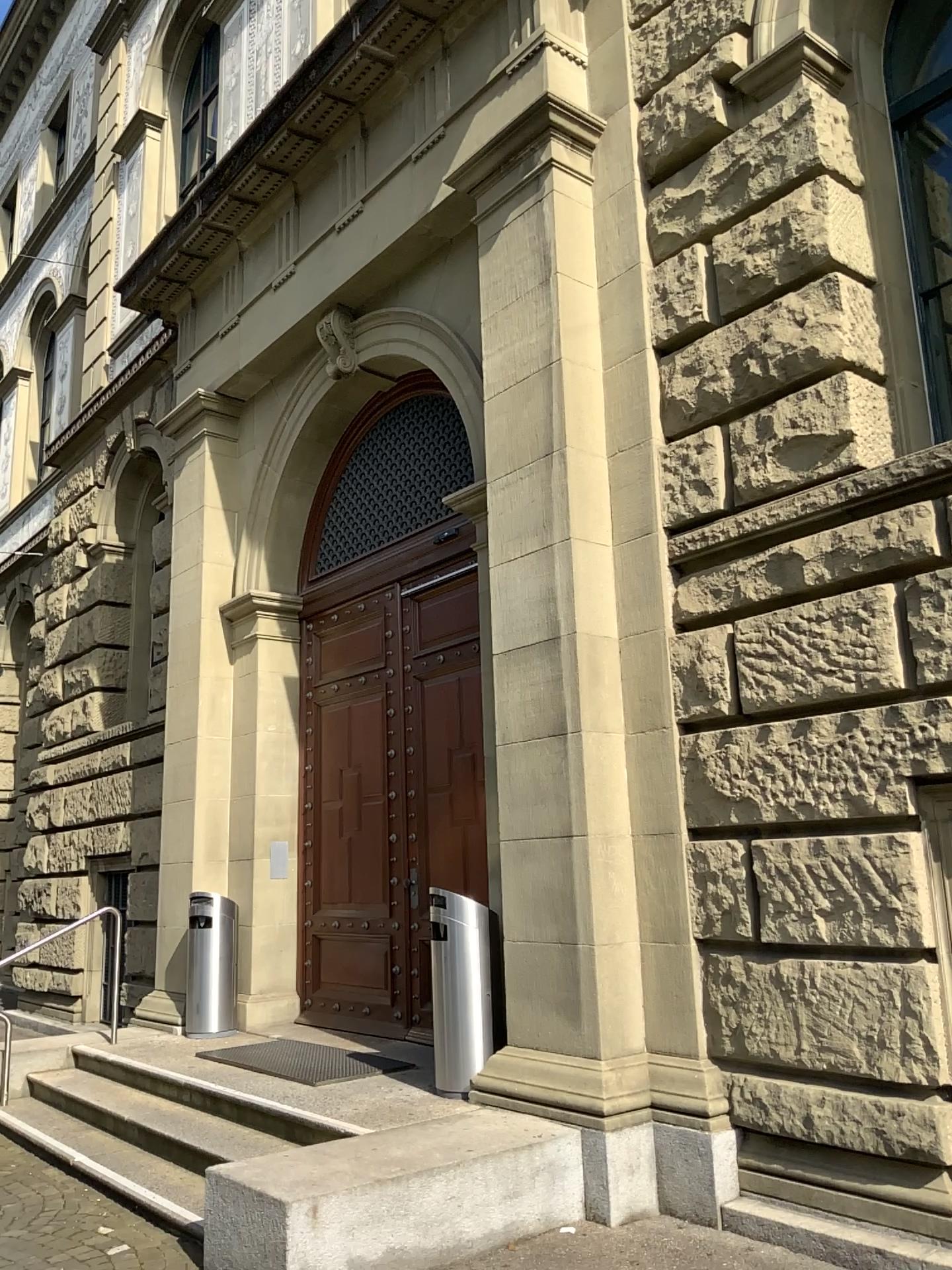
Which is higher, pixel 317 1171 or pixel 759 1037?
pixel 759 1037
